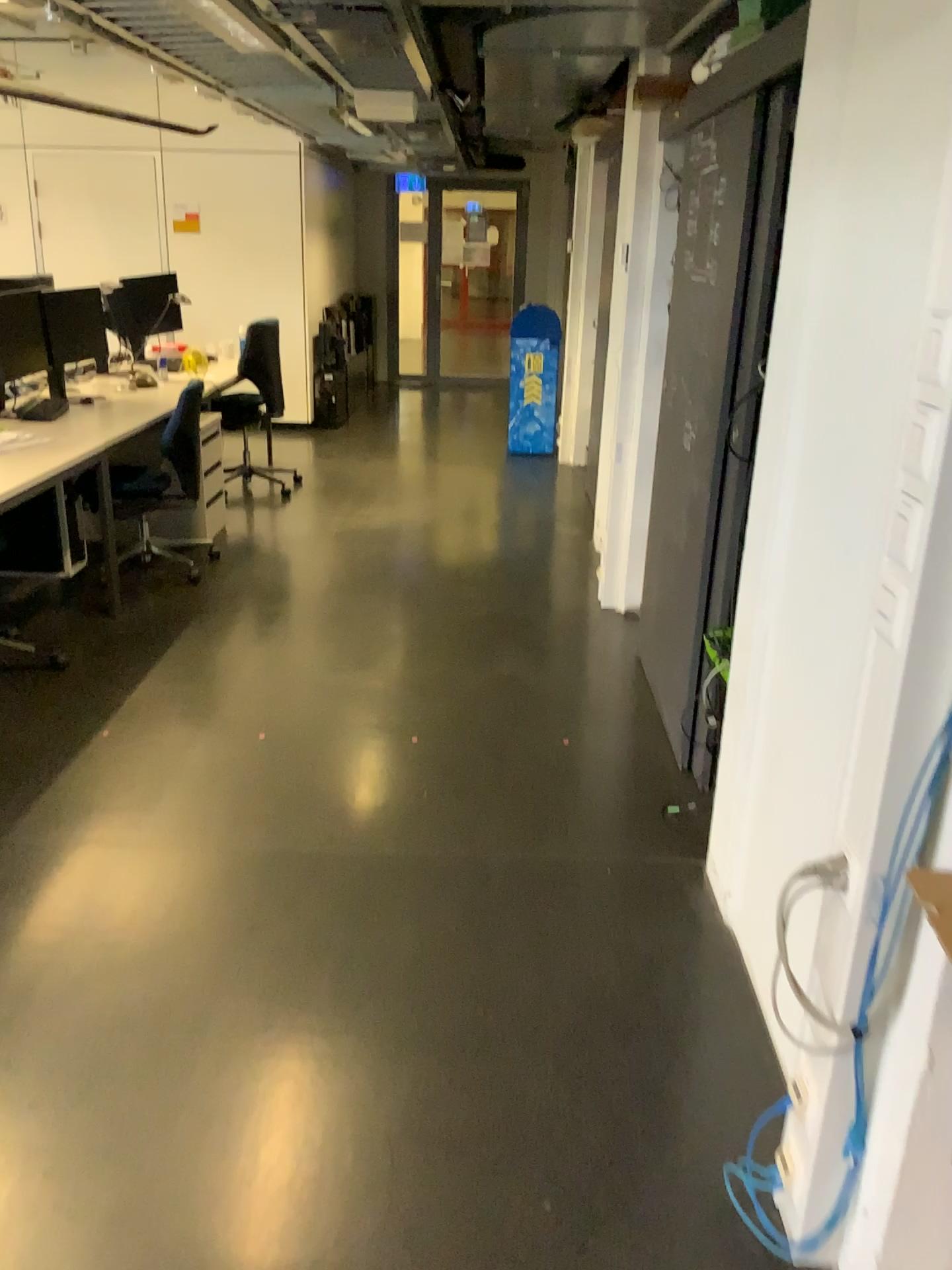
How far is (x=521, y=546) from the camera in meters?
5.6 m
